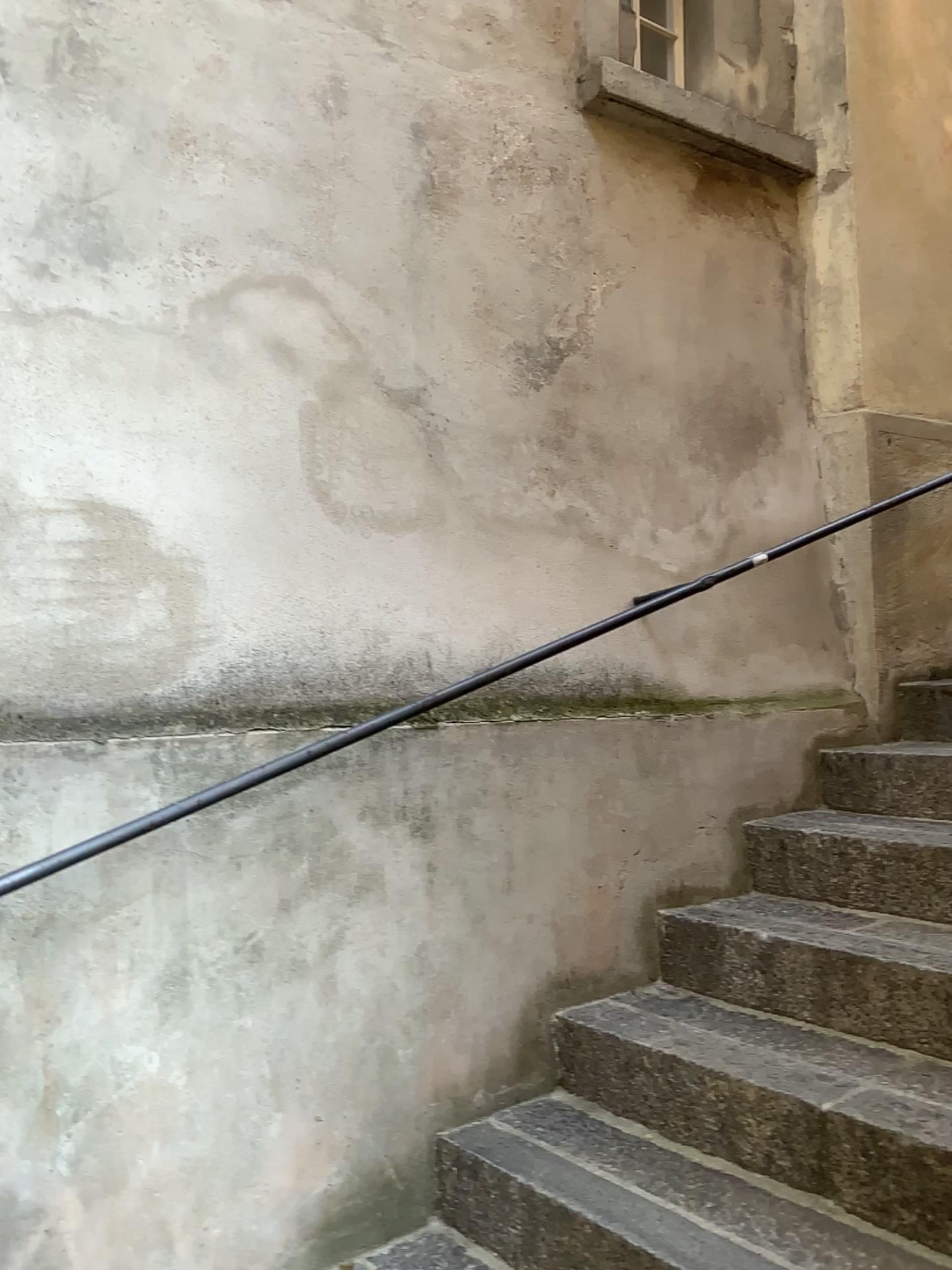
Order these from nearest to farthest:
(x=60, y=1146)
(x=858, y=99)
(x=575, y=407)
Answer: (x=60, y=1146) < (x=575, y=407) < (x=858, y=99)
